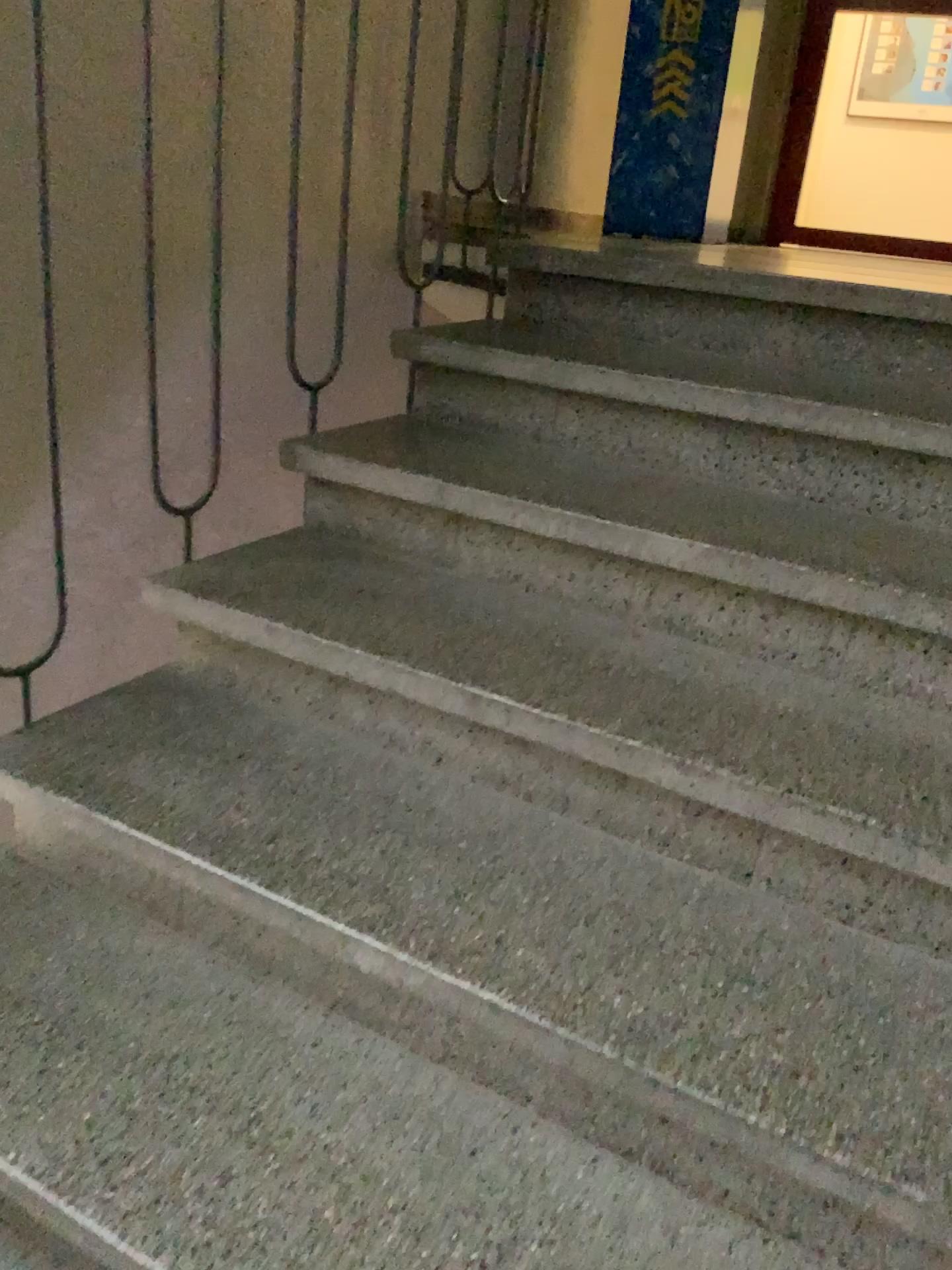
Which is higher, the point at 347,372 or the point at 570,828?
the point at 347,372
